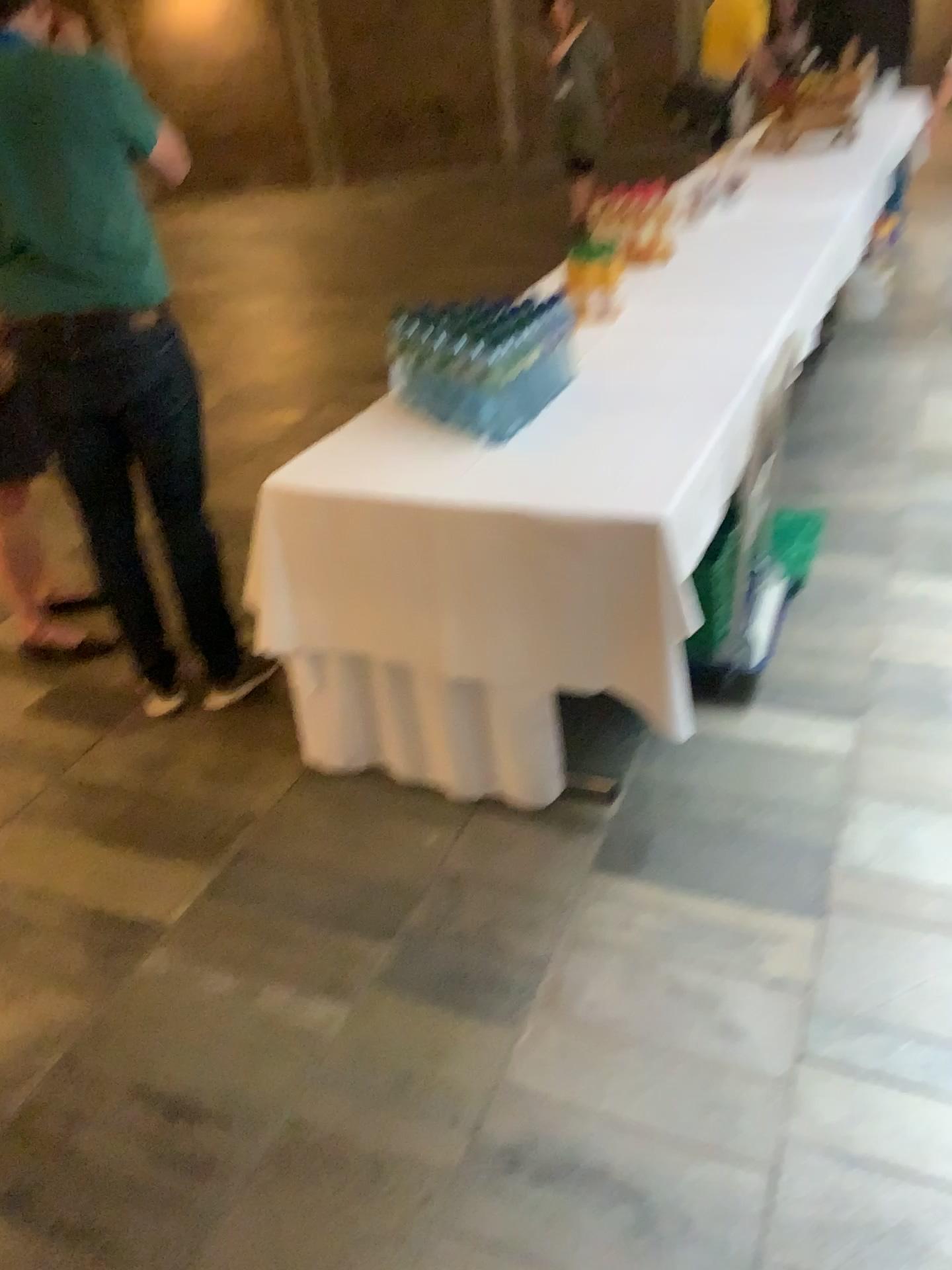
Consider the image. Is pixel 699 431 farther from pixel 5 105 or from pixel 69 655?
pixel 69 655

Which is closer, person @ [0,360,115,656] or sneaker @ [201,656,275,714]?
sneaker @ [201,656,275,714]

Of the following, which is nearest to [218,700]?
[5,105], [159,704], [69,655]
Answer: [159,704]

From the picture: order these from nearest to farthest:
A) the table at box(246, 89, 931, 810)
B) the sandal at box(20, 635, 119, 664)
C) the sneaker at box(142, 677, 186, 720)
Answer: the table at box(246, 89, 931, 810), the sneaker at box(142, 677, 186, 720), the sandal at box(20, 635, 119, 664)

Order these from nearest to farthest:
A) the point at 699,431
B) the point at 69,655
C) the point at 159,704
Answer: the point at 699,431, the point at 159,704, the point at 69,655

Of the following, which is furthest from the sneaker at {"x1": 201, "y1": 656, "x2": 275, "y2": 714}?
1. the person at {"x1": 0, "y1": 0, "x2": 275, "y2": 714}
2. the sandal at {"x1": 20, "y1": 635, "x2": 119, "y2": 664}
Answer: the sandal at {"x1": 20, "y1": 635, "x2": 119, "y2": 664}

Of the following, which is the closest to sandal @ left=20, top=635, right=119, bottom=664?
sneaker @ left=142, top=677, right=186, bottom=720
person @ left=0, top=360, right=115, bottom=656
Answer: person @ left=0, top=360, right=115, bottom=656

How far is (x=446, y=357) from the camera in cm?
225

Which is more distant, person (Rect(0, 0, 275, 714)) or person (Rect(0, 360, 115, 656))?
person (Rect(0, 360, 115, 656))

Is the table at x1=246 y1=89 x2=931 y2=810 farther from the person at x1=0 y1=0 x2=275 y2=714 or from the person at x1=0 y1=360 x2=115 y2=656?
the person at x1=0 y1=360 x2=115 y2=656
